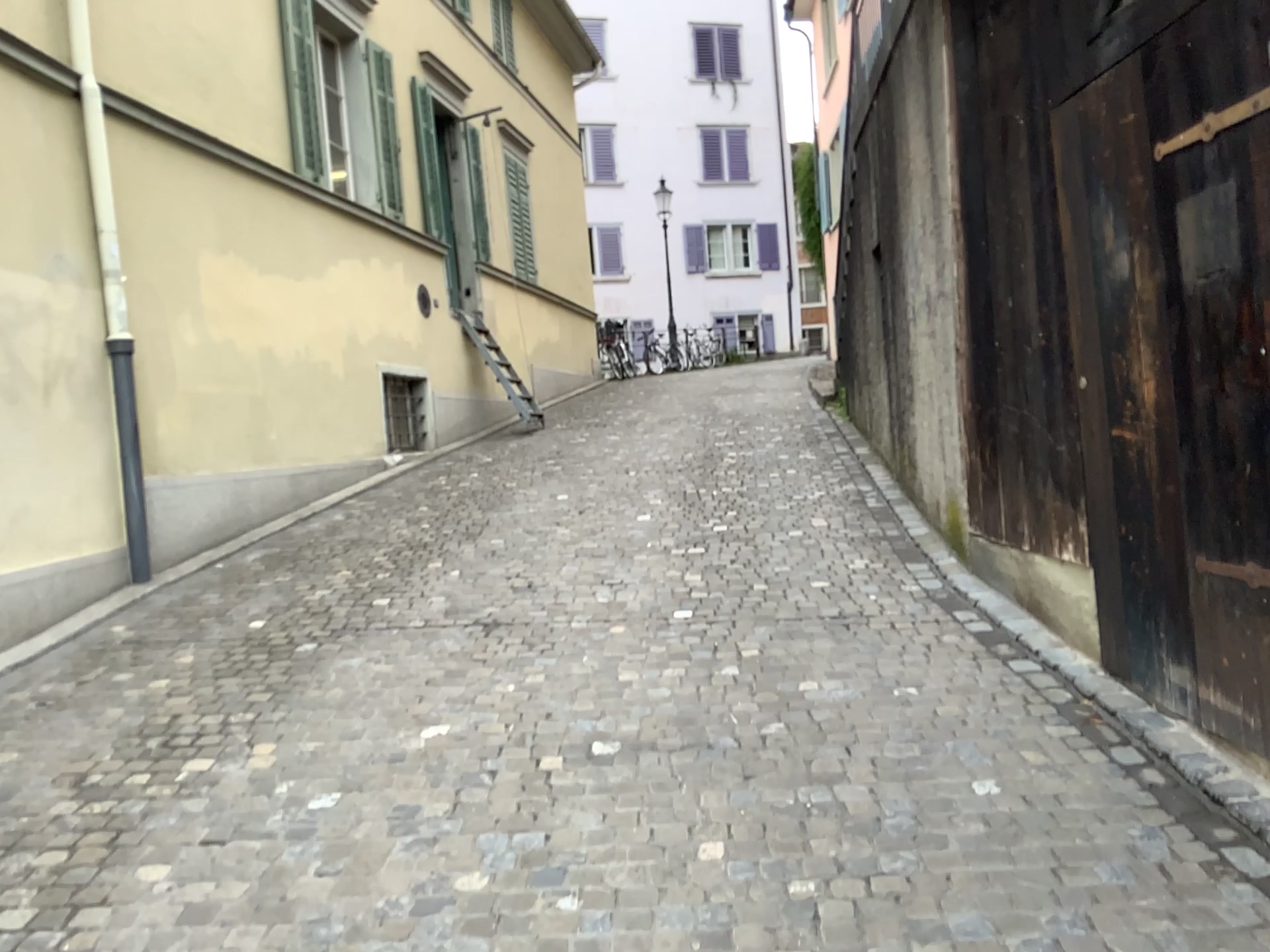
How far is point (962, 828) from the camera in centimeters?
290cm
